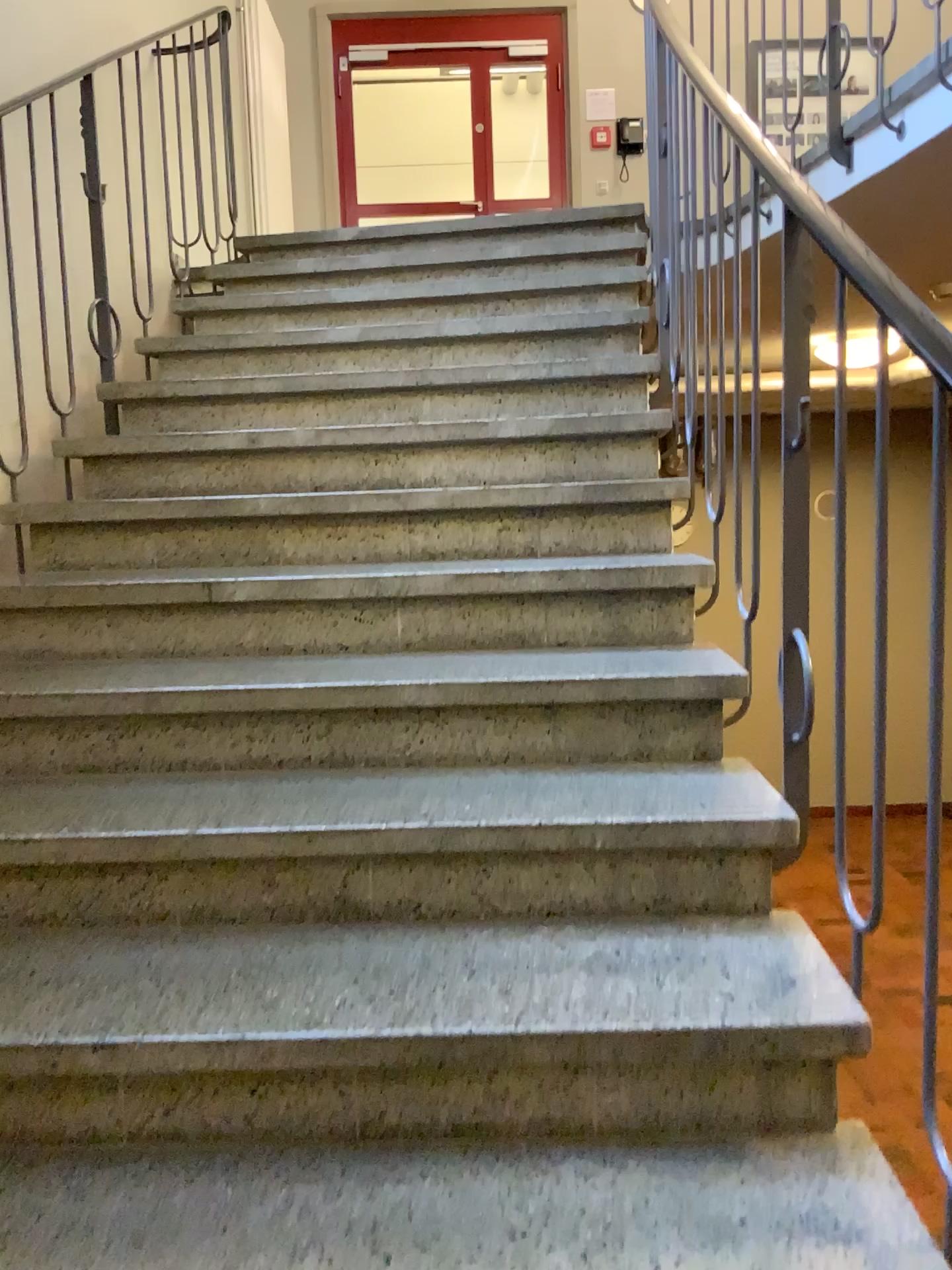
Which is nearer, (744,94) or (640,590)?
(640,590)
